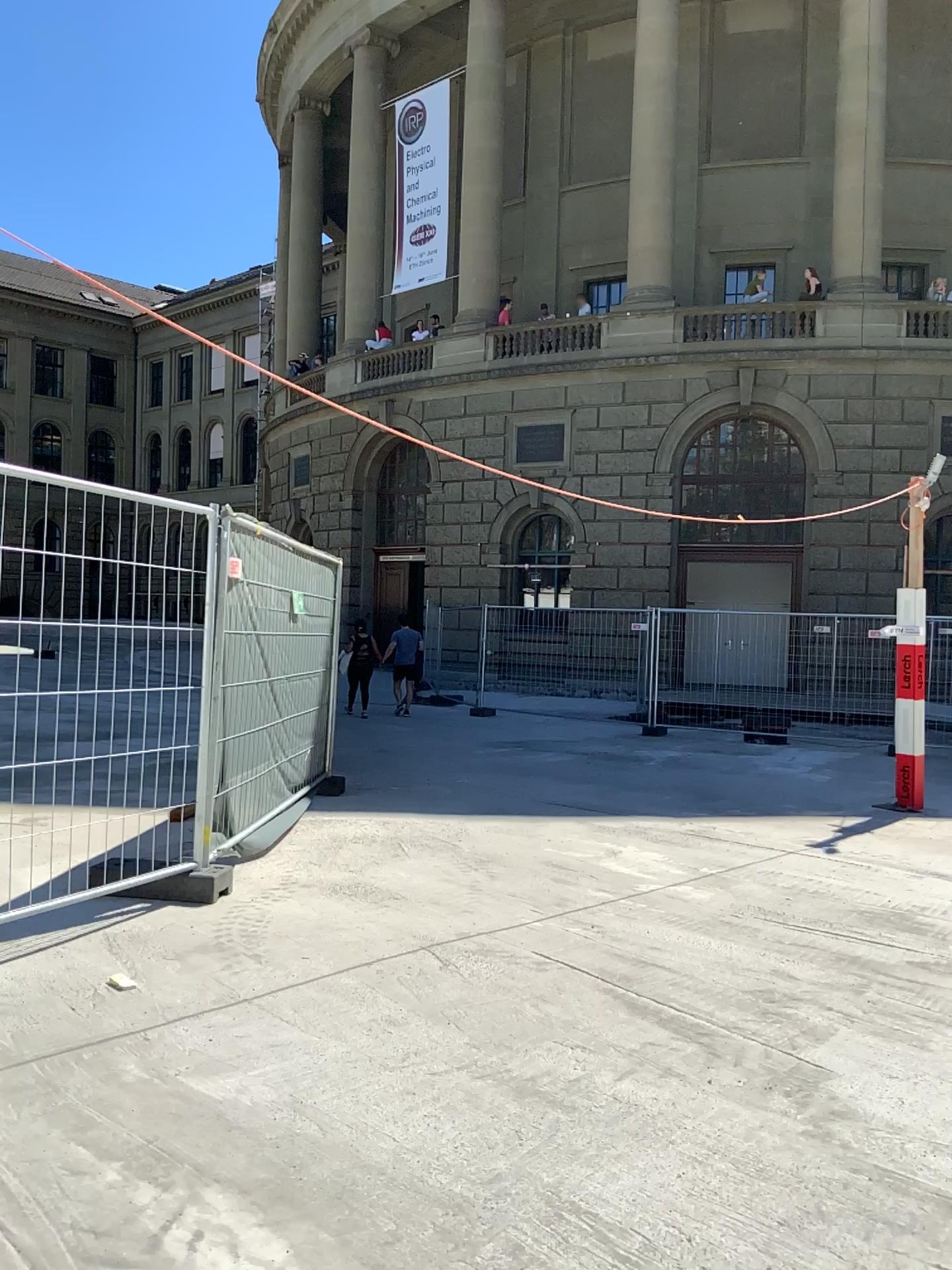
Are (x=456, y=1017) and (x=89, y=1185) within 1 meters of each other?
no
